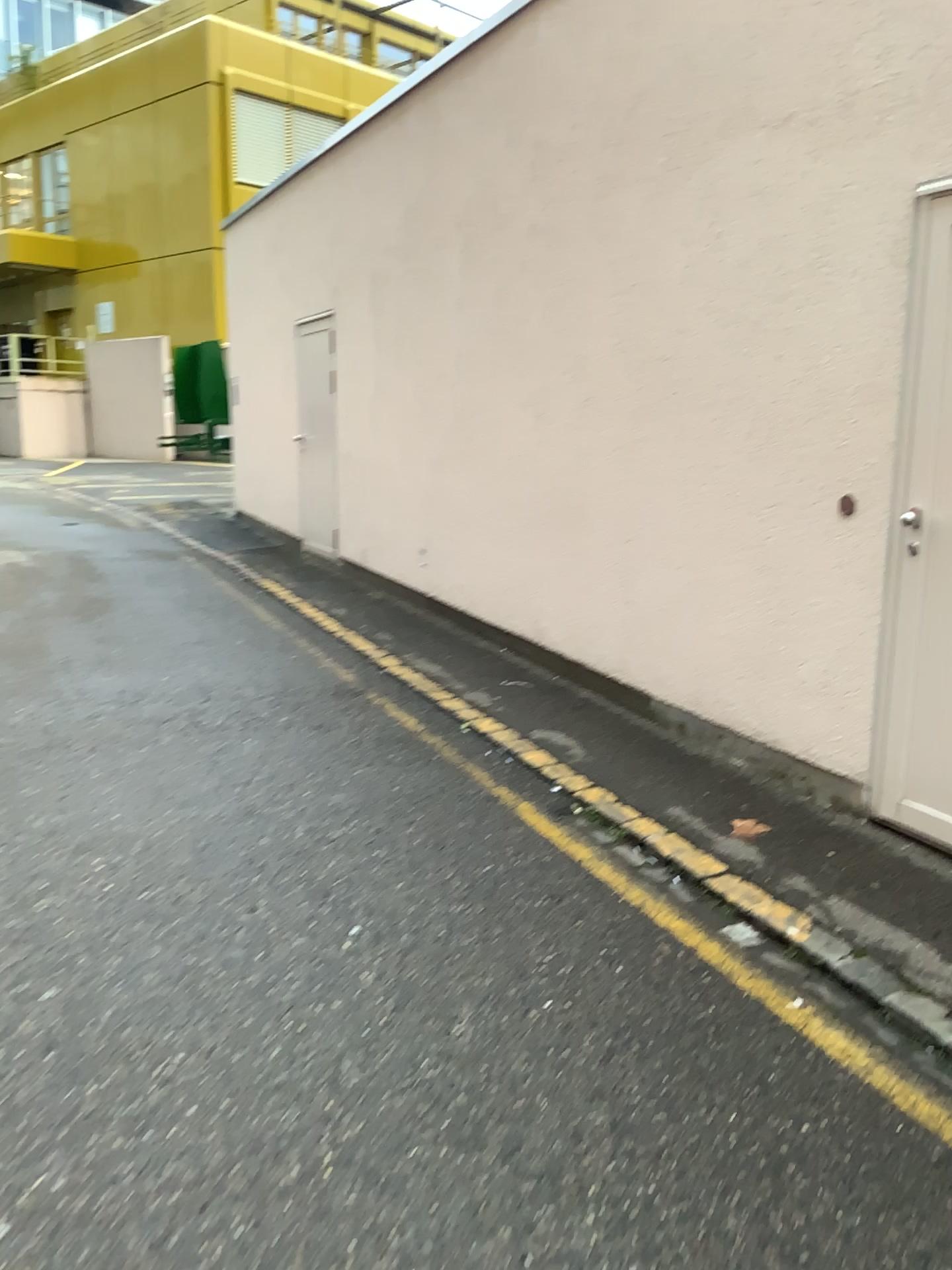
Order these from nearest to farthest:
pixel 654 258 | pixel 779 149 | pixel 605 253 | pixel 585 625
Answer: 1. pixel 779 149
2. pixel 654 258
3. pixel 605 253
4. pixel 585 625
